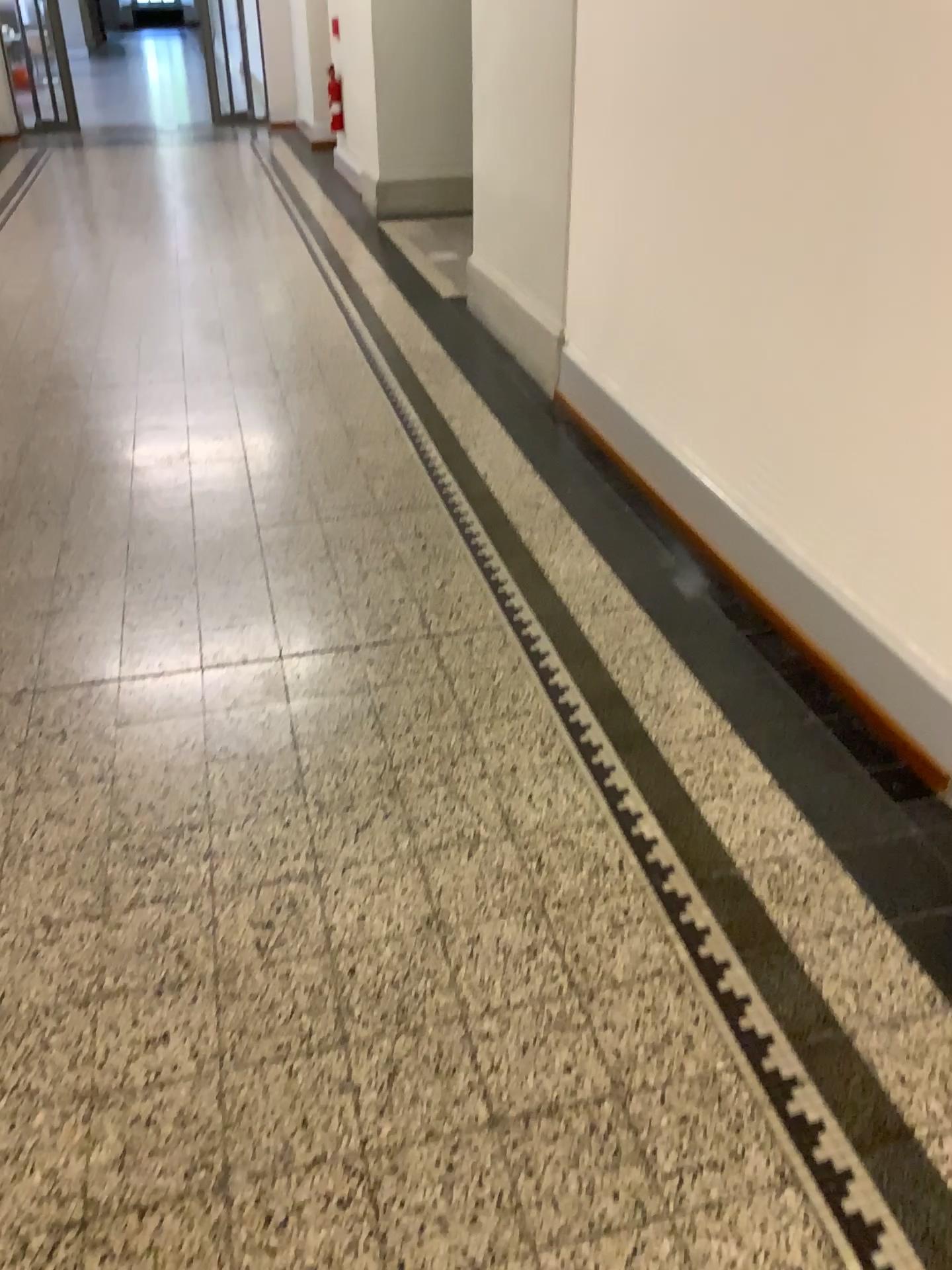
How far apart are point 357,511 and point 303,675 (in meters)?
0.98
